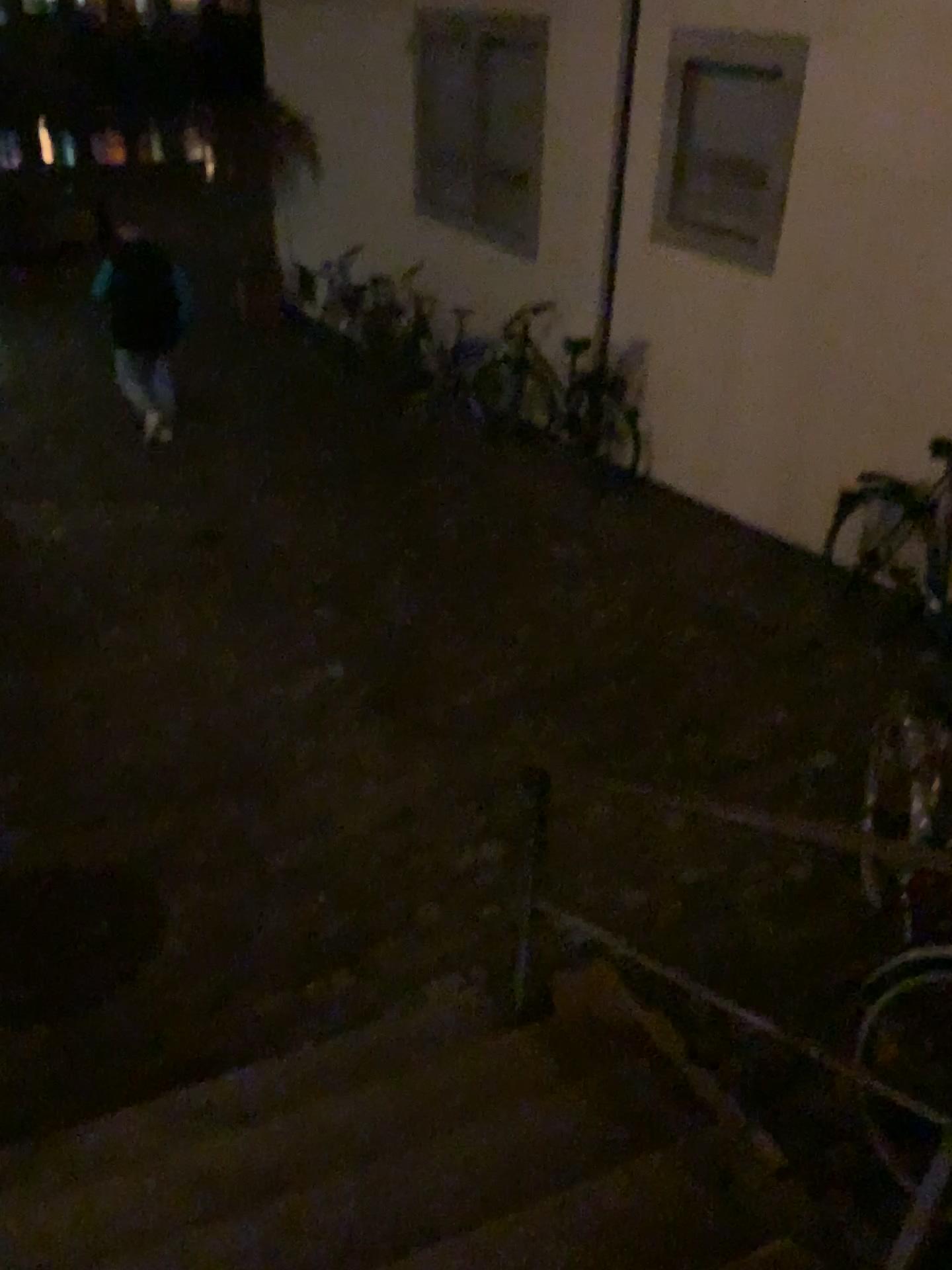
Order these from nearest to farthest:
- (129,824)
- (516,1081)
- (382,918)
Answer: (516,1081), (382,918), (129,824)

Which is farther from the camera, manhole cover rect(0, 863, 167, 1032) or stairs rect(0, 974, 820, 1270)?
manhole cover rect(0, 863, 167, 1032)

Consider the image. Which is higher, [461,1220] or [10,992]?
[461,1220]

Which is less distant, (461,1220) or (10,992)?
(461,1220)
